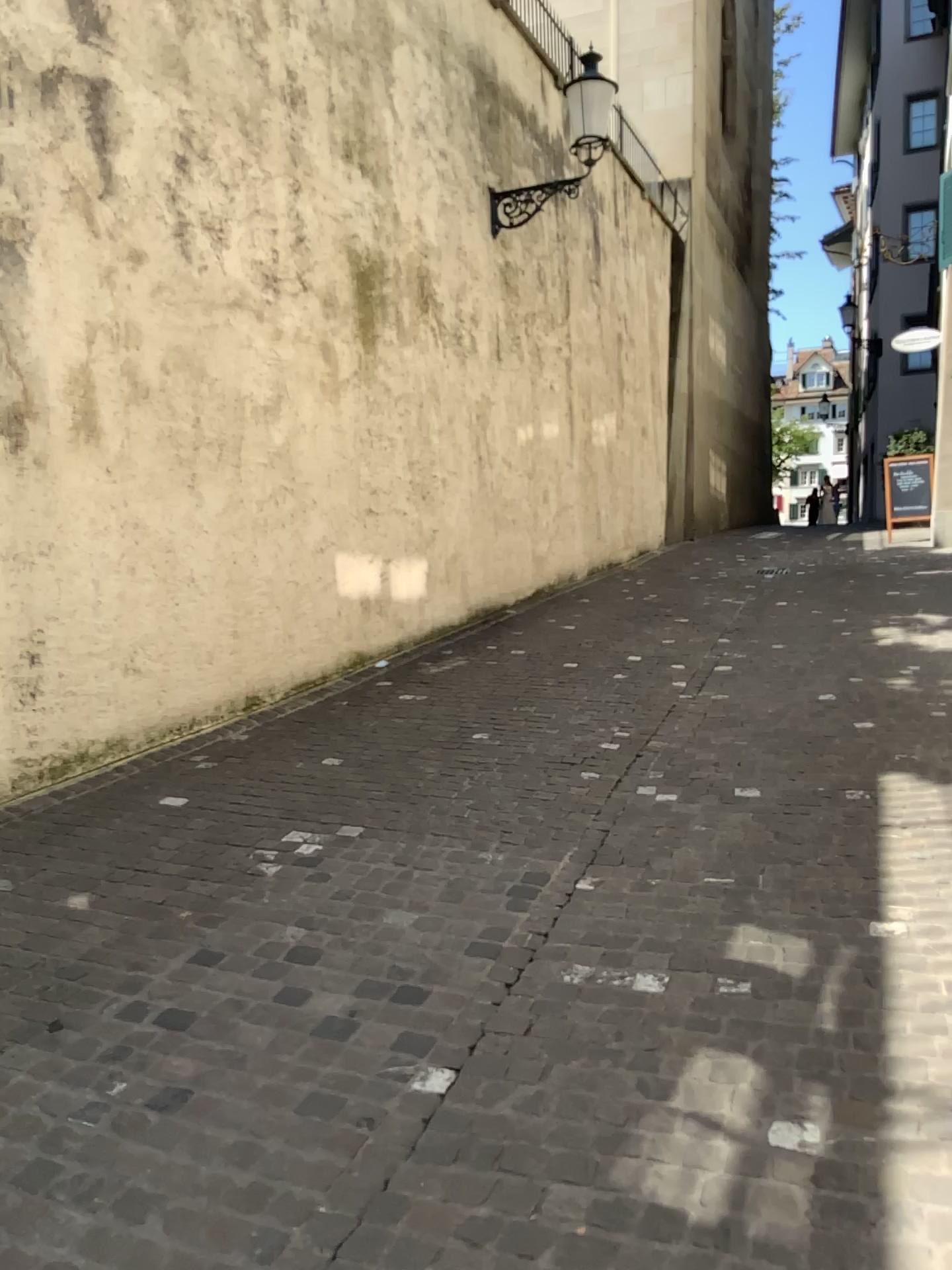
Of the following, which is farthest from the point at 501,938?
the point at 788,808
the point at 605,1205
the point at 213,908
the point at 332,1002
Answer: the point at 788,808
